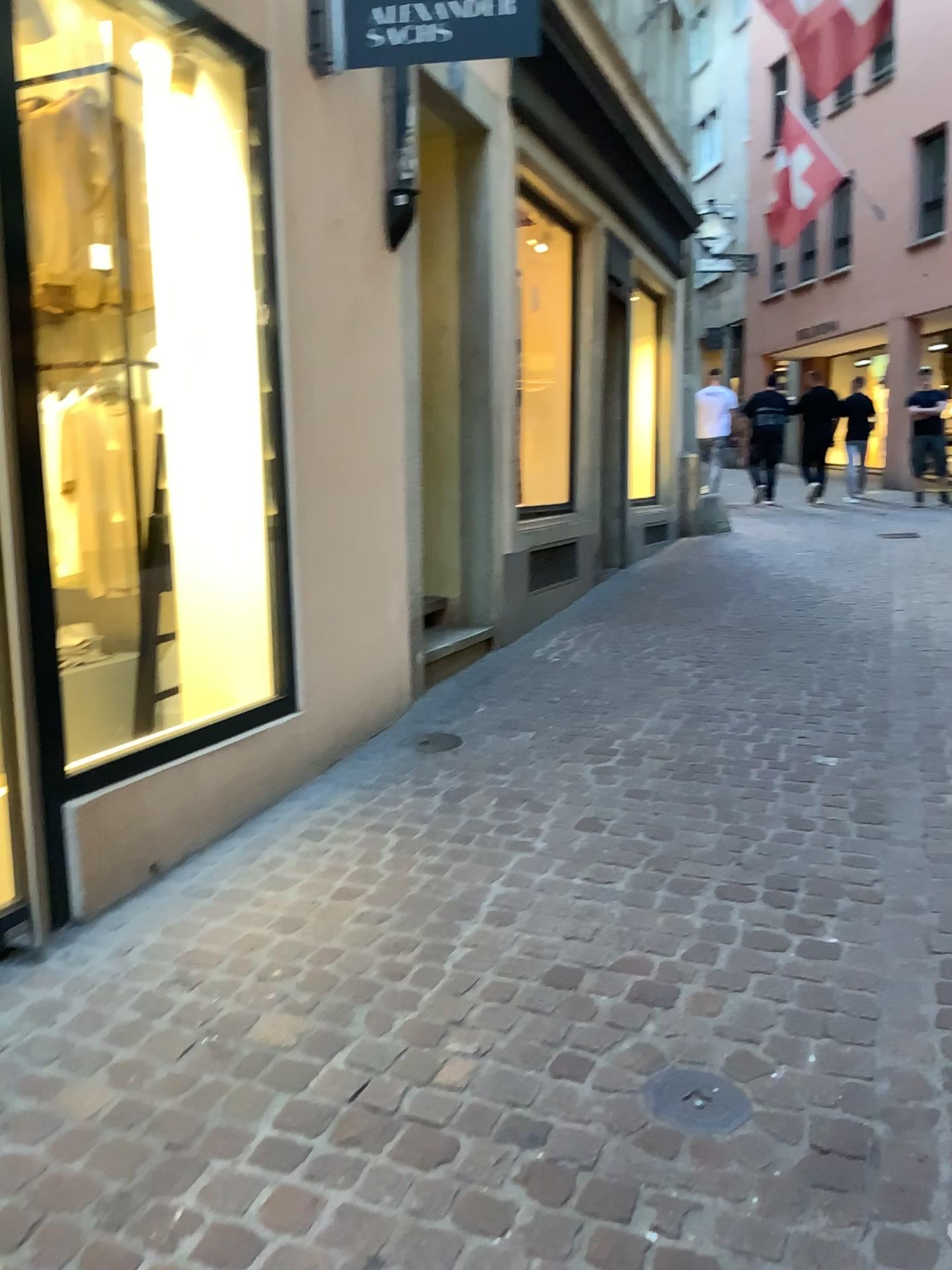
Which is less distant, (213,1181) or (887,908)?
(213,1181)

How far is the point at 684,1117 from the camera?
1.9m

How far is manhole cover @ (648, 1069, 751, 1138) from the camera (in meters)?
1.92
